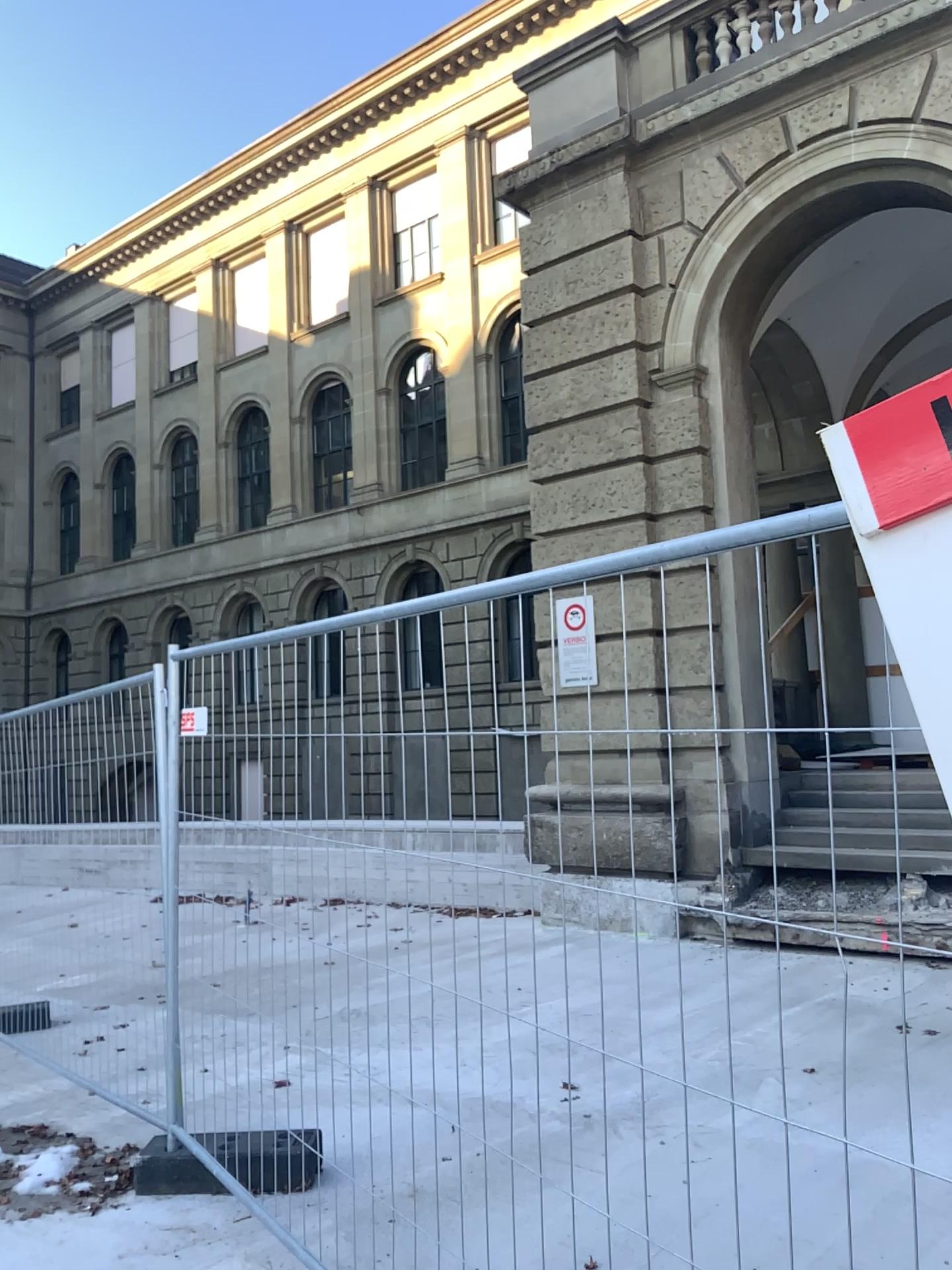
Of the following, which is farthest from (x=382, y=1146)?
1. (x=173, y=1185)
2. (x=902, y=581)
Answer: (x=902, y=581)
